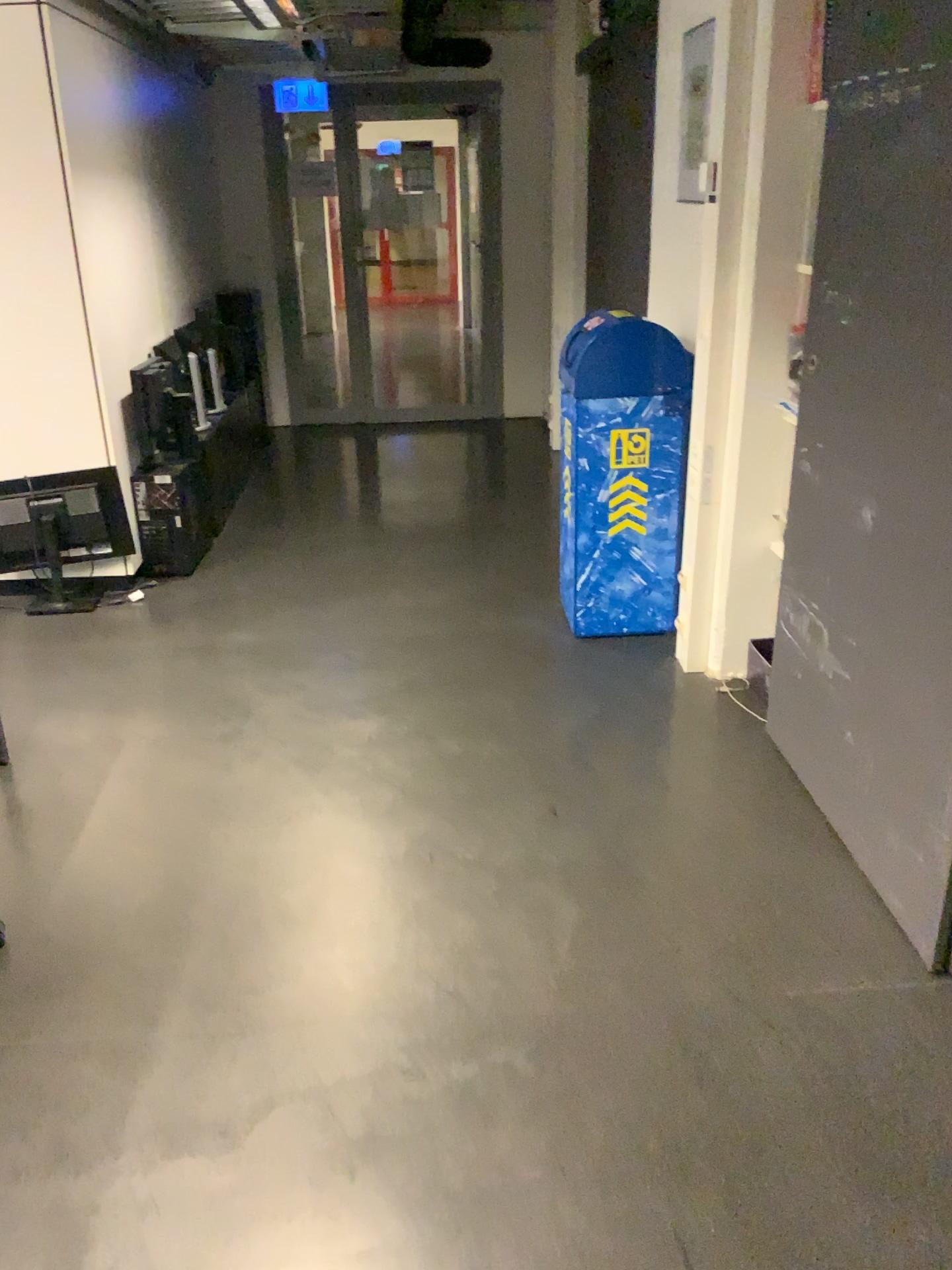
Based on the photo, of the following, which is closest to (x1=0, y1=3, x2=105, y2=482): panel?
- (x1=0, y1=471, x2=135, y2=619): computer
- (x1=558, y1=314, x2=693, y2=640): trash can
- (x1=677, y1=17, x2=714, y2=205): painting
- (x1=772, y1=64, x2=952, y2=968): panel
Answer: (x1=0, y1=471, x2=135, y2=619): computer

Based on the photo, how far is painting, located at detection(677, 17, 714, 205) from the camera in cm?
336

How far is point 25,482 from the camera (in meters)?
4.02

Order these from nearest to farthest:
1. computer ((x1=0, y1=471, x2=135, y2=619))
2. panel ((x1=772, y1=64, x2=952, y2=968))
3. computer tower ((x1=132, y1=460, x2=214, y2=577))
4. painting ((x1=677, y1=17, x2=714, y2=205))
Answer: panel ((x1=772, y1=64, x2=952, y2=968)) < painting ((x1=677, y1=17, x2=714, y2=205)) < computer ((x1=0, y1=471, x2=135, y2=619)) < computer tower ((x1=132, y1=460, x2=214, y2=577))

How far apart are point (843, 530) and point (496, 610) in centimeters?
176cm

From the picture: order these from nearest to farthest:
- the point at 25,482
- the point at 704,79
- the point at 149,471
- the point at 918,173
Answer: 1. the point at 918,173
2. the point at 704,79
3. the point at 25,482
4. the point at 149,471

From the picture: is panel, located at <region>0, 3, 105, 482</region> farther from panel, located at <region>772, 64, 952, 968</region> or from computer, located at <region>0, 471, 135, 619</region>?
panel, located at <region>772, 64, 952, 968</region>

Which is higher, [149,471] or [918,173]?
[918,173]

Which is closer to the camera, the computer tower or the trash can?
the trash can

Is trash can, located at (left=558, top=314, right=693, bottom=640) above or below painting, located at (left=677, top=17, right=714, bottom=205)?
below
